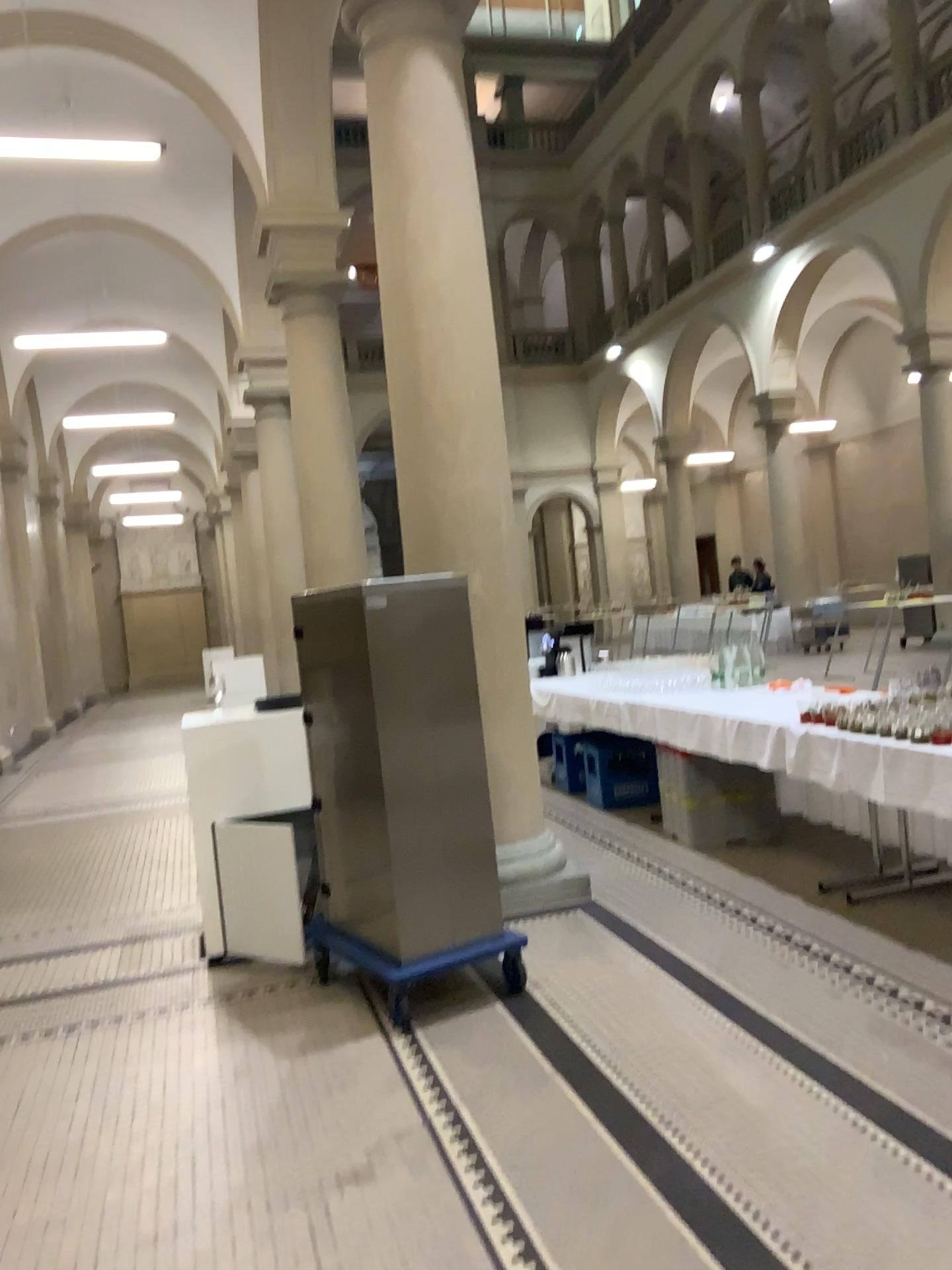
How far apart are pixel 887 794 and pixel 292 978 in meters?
2.3
